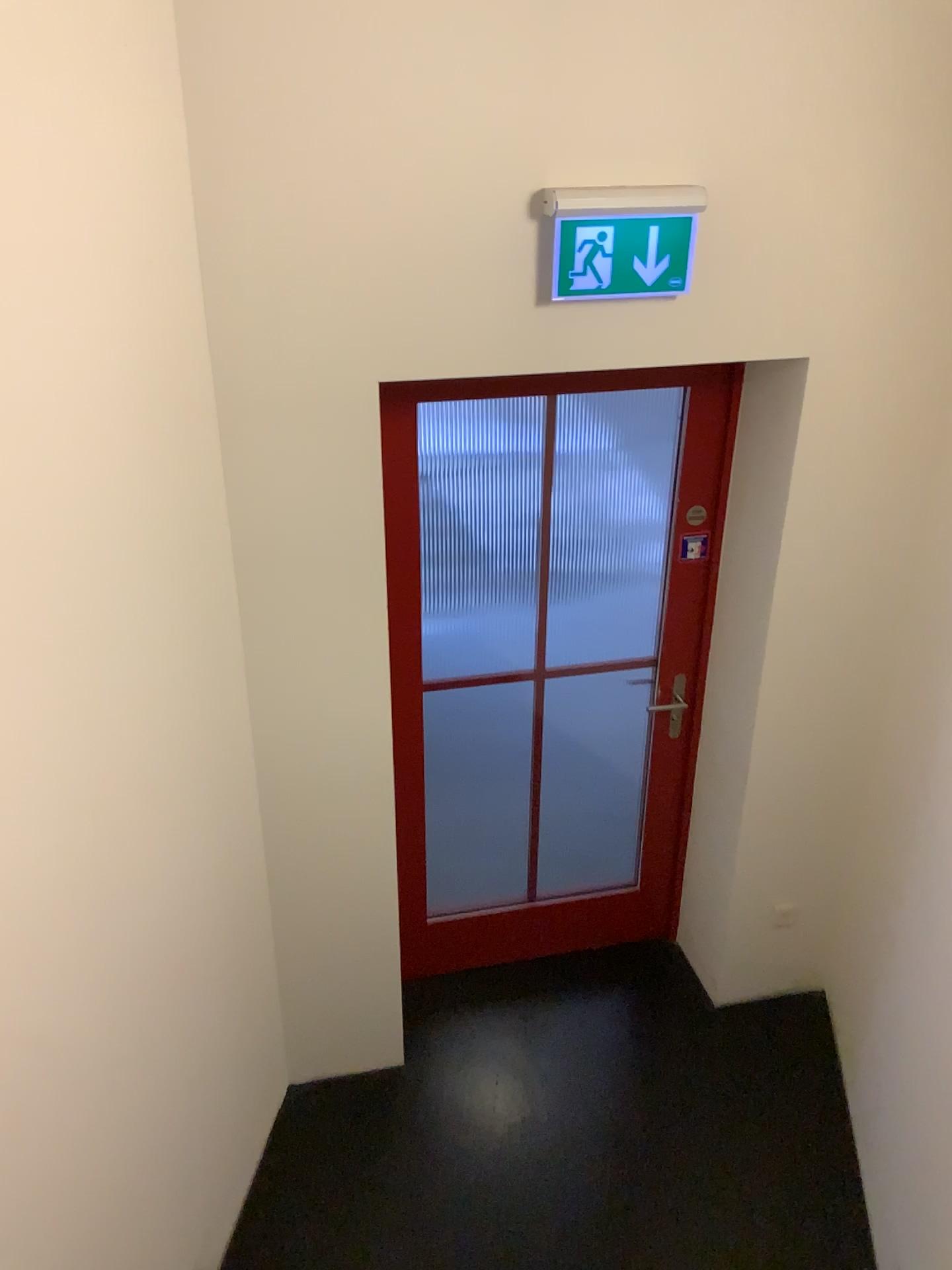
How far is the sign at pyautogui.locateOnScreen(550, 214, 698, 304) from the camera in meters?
2.2

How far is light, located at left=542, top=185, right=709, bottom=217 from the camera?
2.2 meters

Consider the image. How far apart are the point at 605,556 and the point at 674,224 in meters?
2.0

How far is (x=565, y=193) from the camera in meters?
2.2 m

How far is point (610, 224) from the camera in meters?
2.2 m
